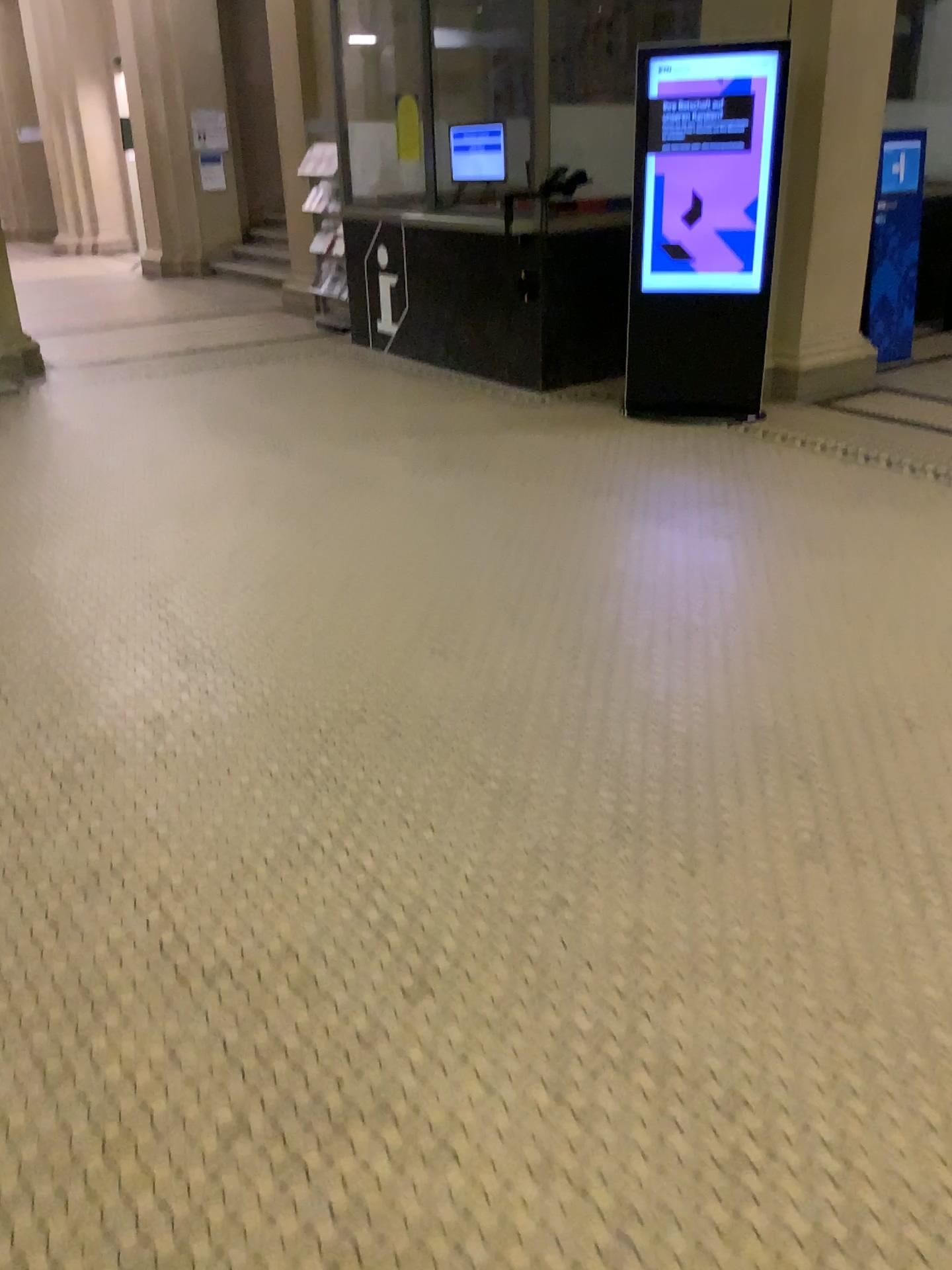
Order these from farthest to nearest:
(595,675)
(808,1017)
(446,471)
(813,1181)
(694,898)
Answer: (446,471), (595,675), (694,898), (808,1017), (813,1181)
